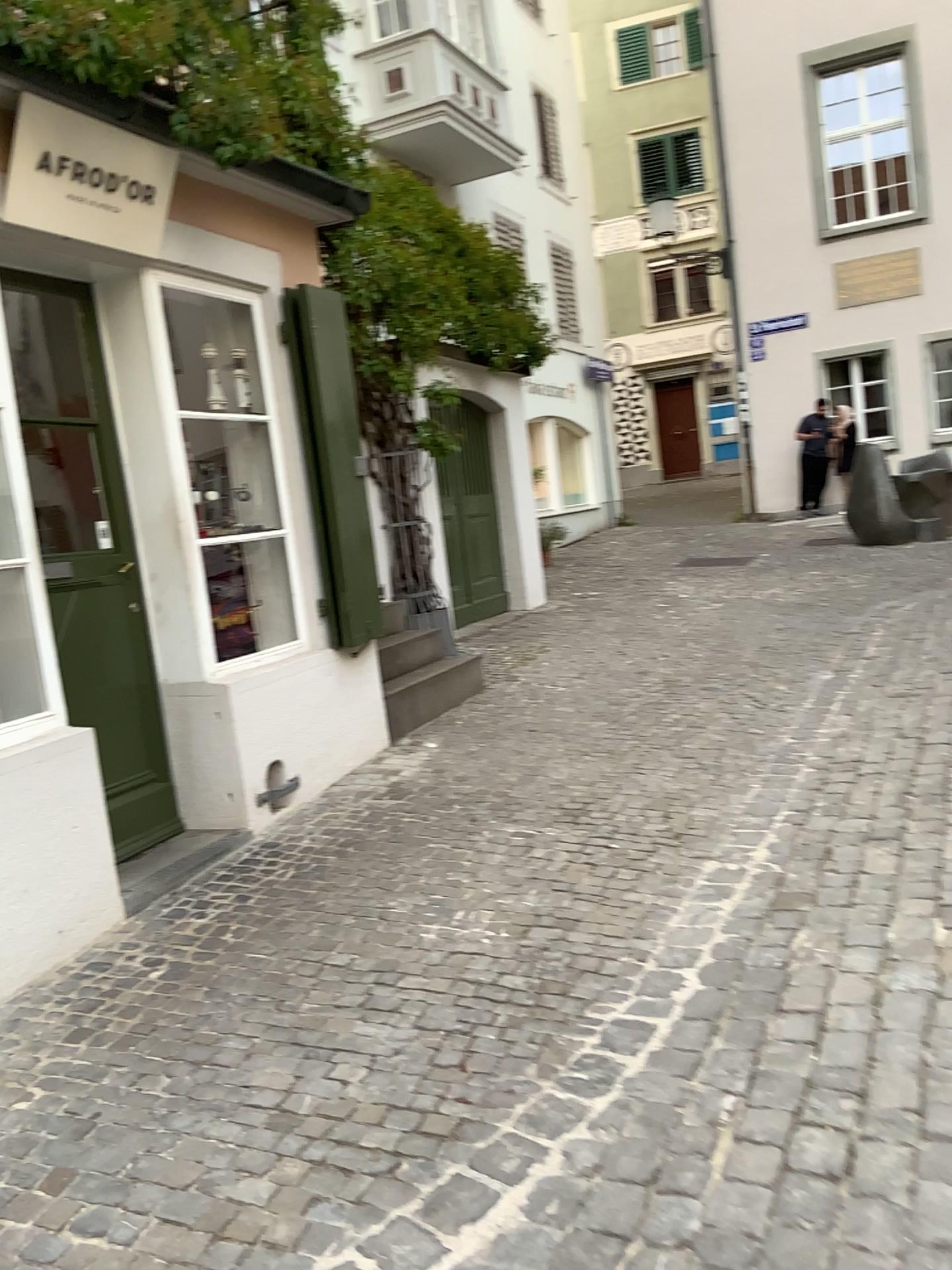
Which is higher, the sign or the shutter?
the sign

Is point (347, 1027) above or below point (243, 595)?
below

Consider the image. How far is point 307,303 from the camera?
5.0 meters

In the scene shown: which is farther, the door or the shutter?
the shutter

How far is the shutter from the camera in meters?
5.0 m

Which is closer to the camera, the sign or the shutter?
the sign

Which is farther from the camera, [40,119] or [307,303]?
[307,303]

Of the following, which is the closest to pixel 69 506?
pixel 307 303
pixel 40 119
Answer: pixel 40 119

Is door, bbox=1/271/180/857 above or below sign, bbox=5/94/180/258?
below

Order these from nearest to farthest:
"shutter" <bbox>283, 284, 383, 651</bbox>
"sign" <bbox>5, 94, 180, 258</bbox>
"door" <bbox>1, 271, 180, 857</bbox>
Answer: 1. "sign" <bbox>5, 94, 180, 258</bbox>
2. "door" <bbox>1, 271, 180, 857</bbox>
3. "shutter" <bbox>283, 284, 383, 651</bbox>
